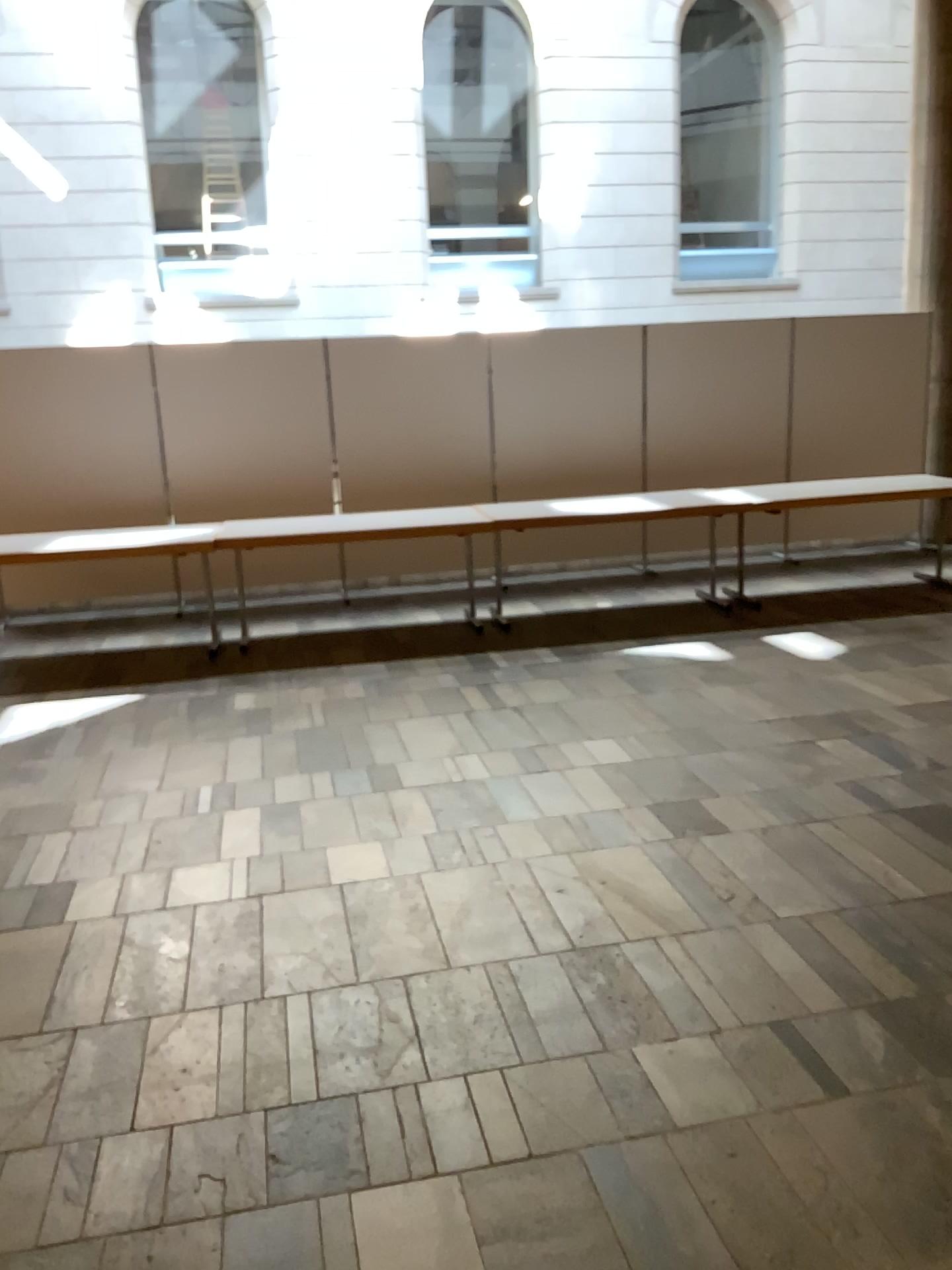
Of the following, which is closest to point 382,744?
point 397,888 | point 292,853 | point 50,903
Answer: point 292,853
